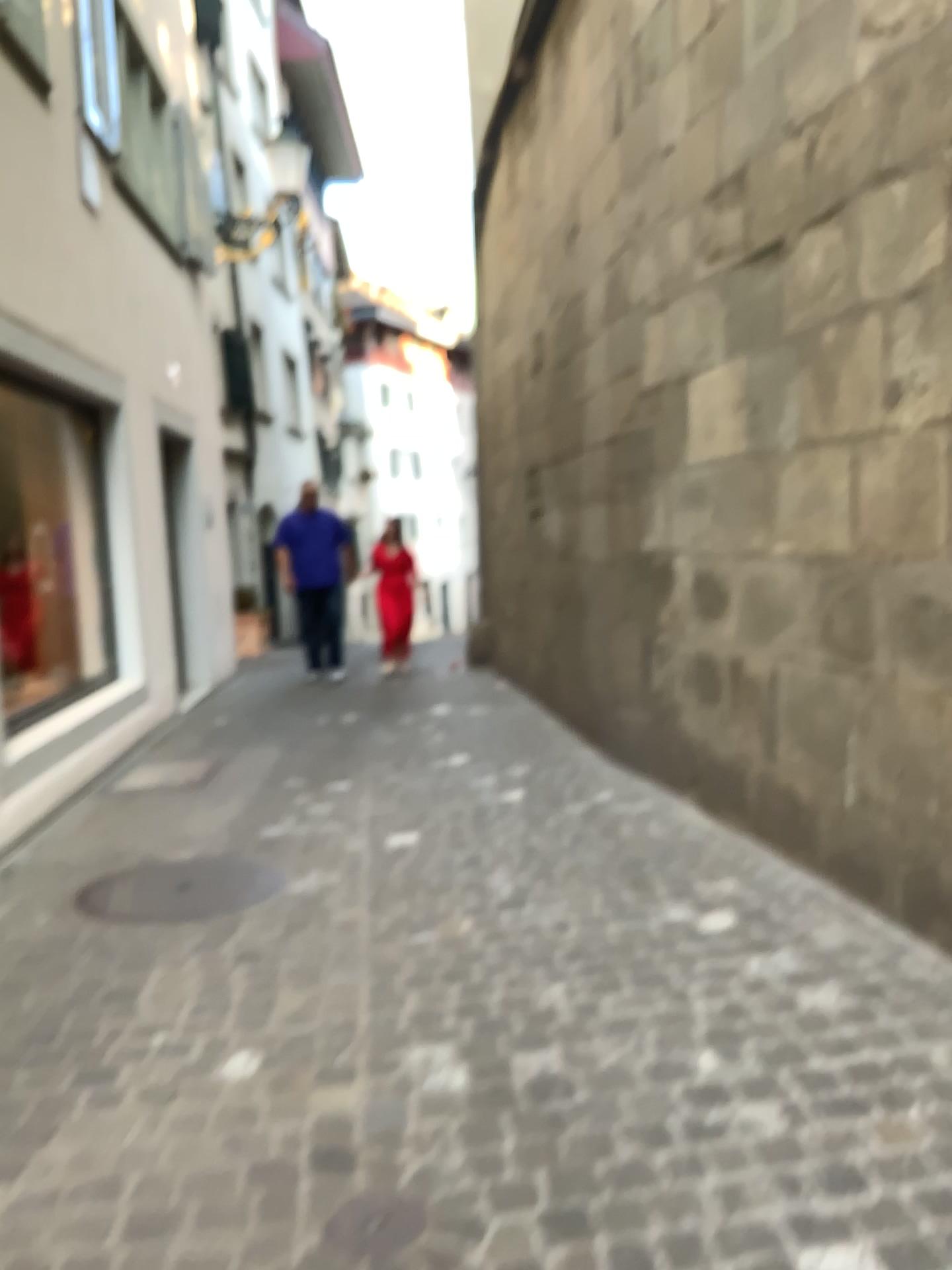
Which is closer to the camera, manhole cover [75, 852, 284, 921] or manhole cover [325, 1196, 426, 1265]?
manhole cover [325, 1196, 426, 1265]

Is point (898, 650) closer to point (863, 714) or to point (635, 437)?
point (863, 714)

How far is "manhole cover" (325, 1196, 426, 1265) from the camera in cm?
180

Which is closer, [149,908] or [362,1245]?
[362,1245]

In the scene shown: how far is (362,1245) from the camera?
1.8 meters
